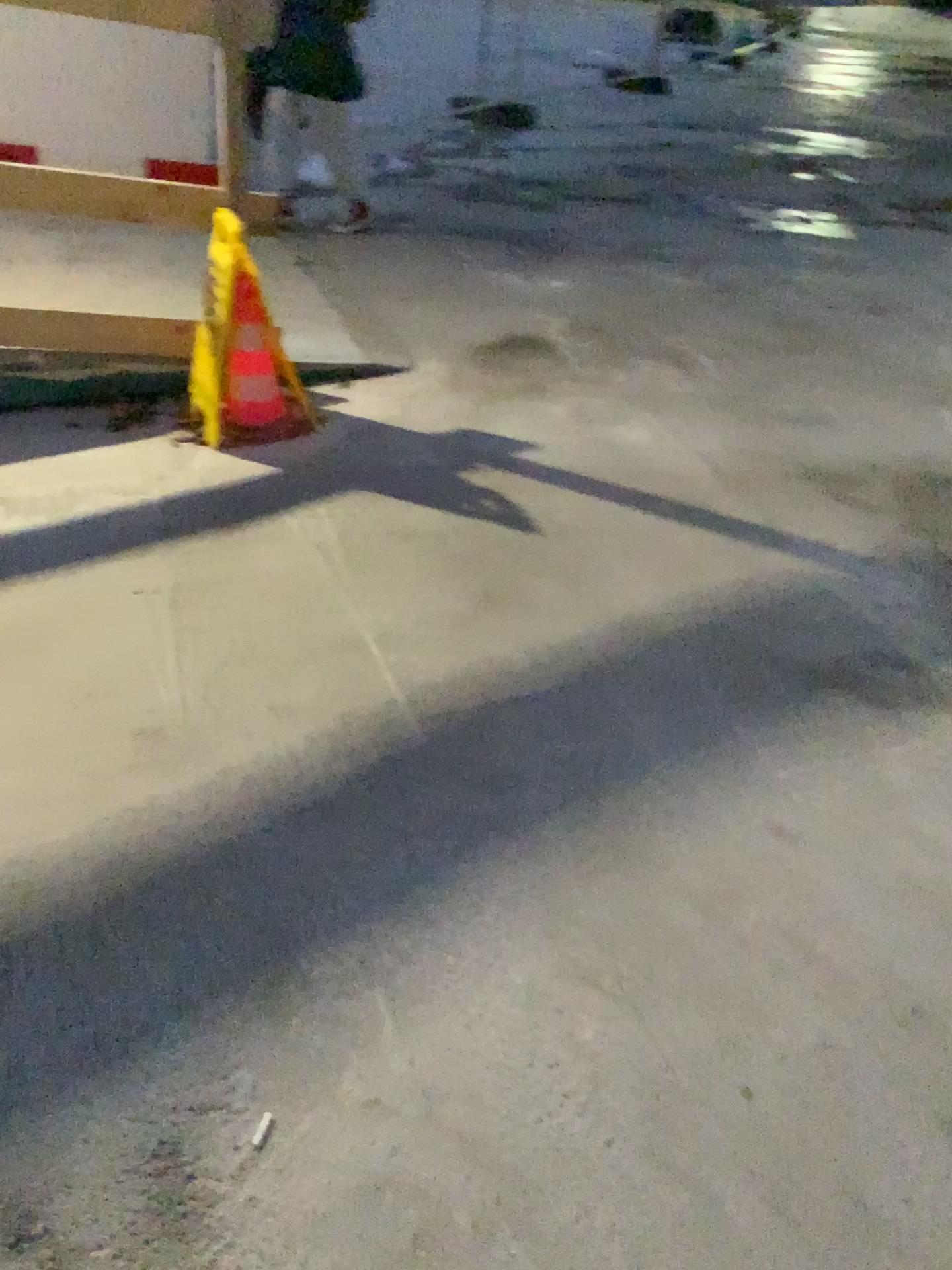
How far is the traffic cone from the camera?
3.09m

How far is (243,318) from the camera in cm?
309

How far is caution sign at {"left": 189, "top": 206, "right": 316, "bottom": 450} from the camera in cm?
304

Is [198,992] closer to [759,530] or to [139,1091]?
[139,1091]

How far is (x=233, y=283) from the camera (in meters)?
3.04
